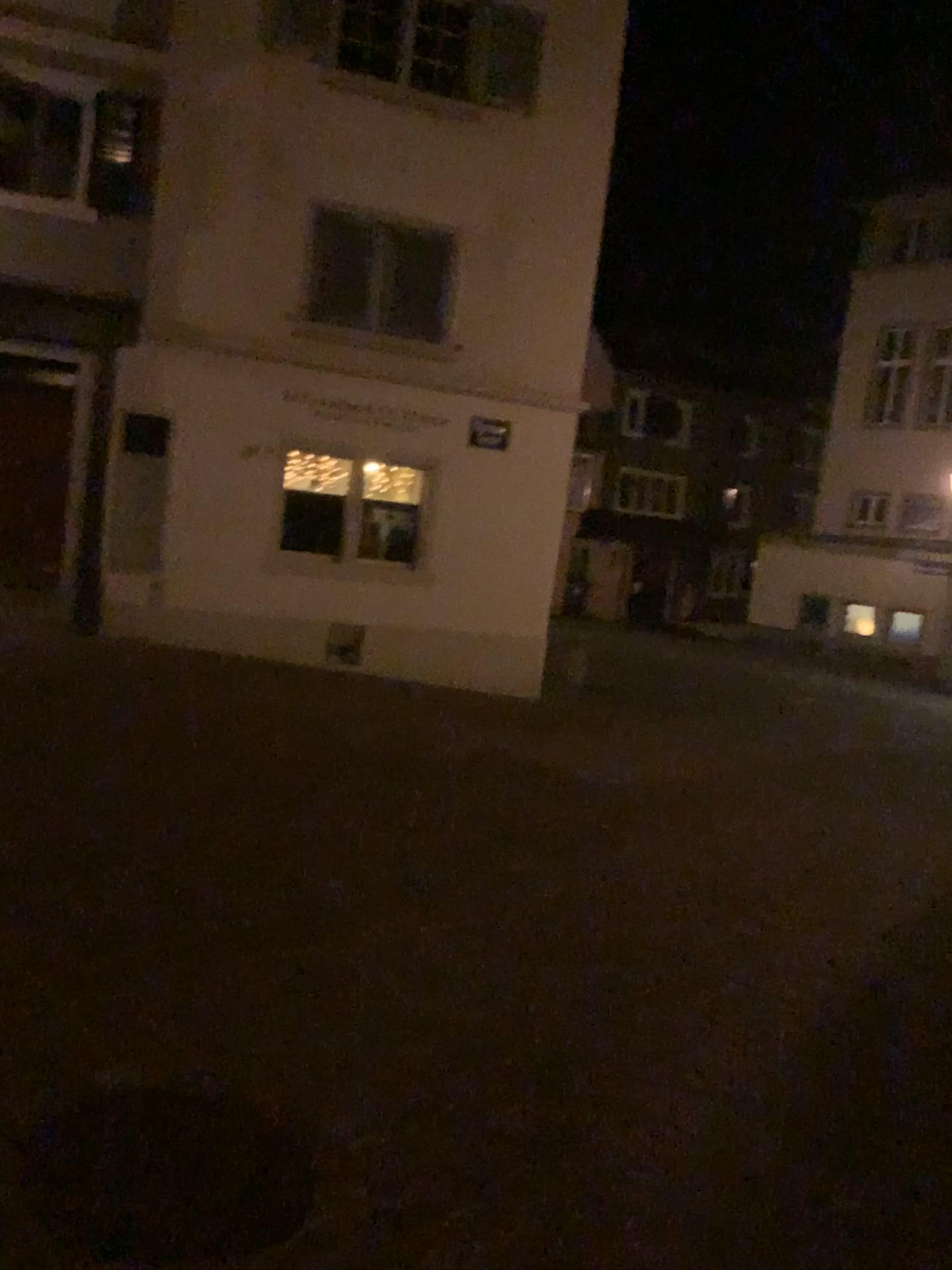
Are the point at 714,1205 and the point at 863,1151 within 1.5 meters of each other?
yes
